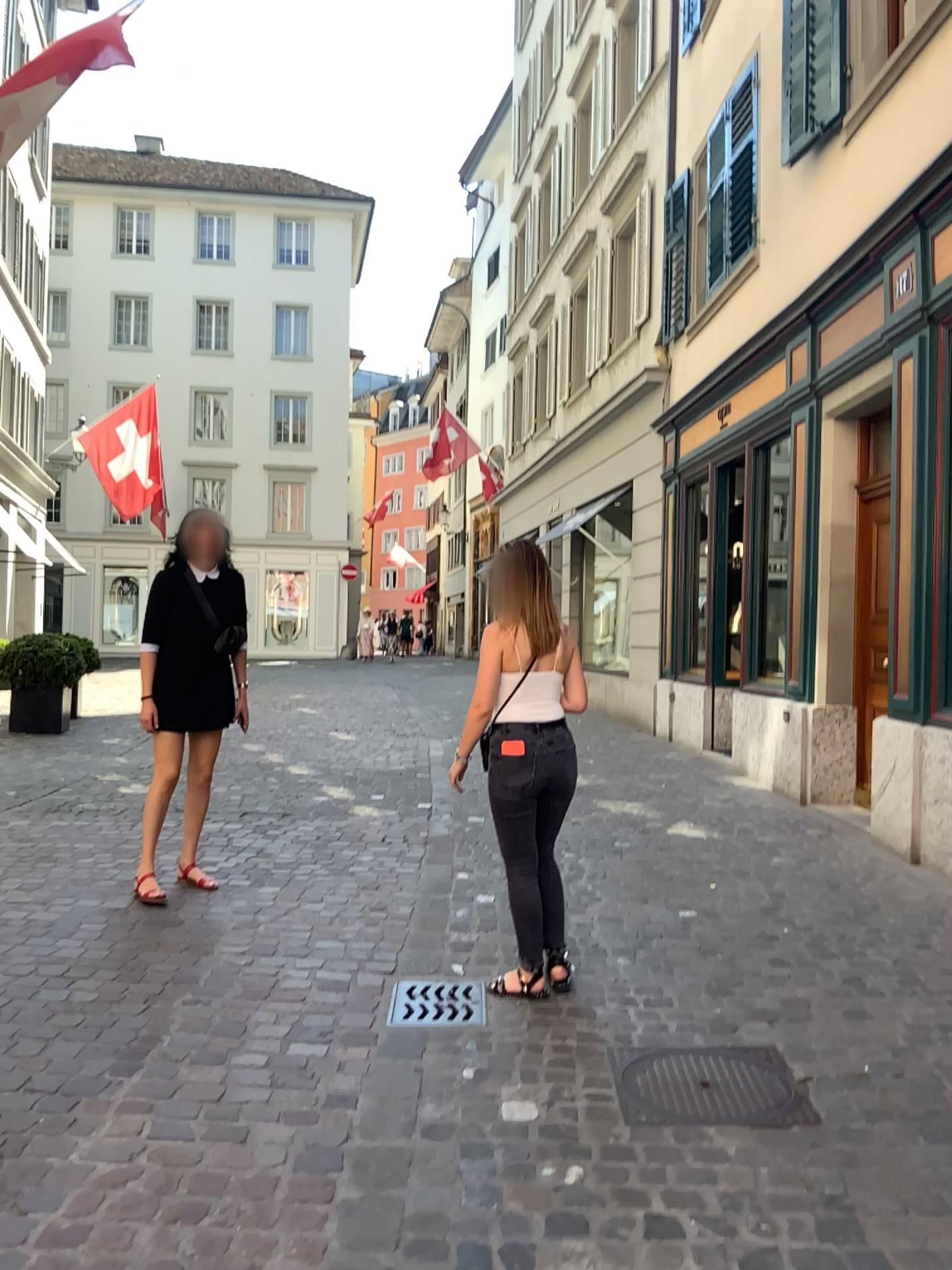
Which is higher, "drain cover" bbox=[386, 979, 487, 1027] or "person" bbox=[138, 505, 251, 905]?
"person" bbox=[138, 505, 251, 905]

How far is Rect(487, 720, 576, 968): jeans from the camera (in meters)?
3.60

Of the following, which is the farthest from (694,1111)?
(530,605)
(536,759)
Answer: (530,605)

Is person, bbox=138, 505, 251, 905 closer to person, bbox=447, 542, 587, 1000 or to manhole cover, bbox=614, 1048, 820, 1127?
person, bbox=447, 542, 587, 1000

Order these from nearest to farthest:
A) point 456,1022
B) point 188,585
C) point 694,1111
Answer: point 694,1111
point 456,1022
point 188,585

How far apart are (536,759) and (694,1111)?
1.2 meters

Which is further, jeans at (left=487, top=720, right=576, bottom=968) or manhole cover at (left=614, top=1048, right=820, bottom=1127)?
jeans at (left=487, top=720, right=576, bottom=968)

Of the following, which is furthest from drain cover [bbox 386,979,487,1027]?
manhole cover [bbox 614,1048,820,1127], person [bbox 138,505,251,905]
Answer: person [bbox 138,505,251,905]

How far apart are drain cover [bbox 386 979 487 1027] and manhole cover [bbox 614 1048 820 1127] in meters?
0.5 m

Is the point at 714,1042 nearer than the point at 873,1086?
No
